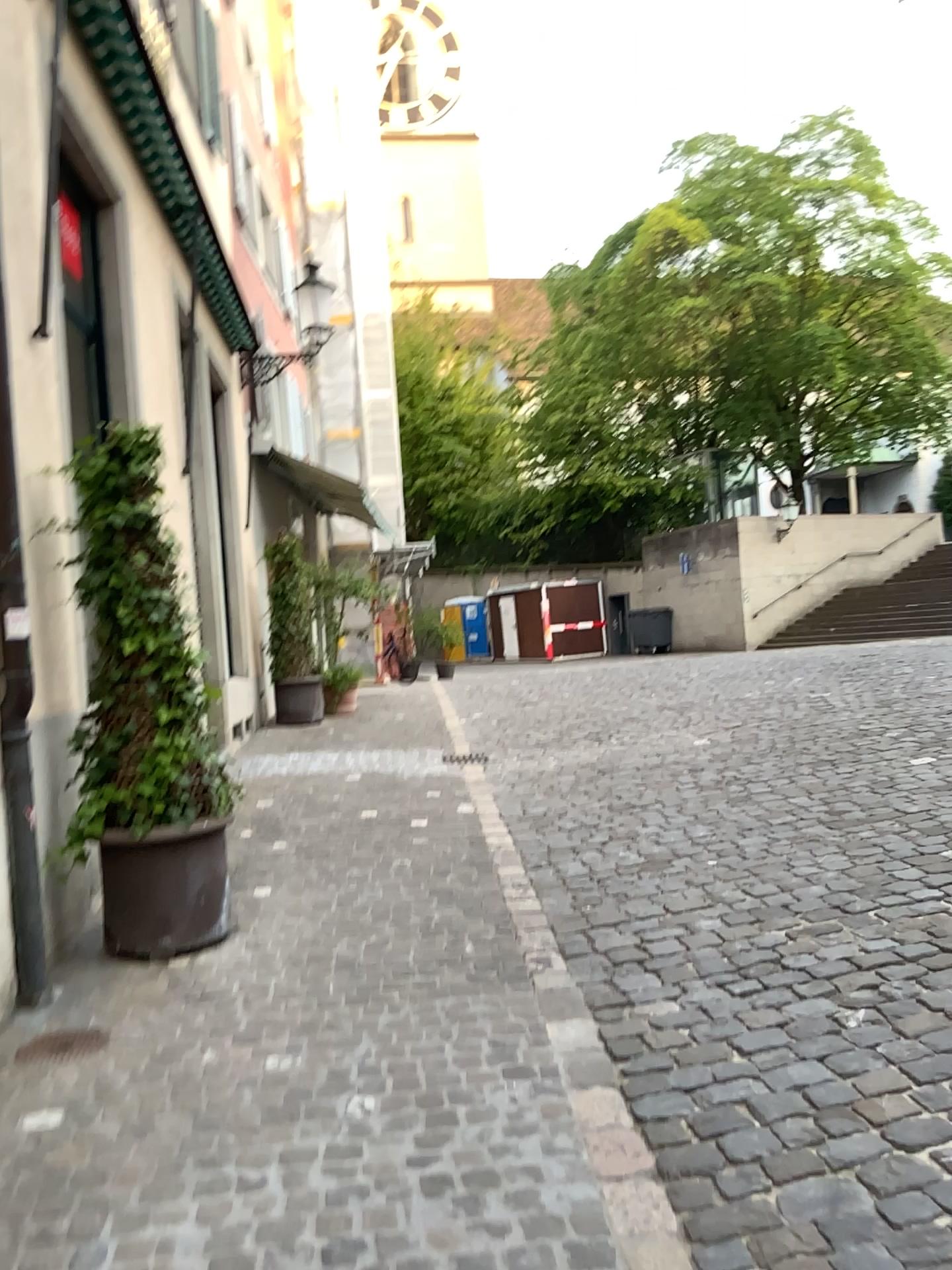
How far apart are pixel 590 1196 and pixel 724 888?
2.32m

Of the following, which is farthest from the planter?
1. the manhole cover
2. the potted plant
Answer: the manhole cover

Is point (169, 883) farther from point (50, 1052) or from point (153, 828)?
point (50, 1052)

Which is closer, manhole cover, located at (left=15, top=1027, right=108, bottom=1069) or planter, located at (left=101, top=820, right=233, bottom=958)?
manhole cover, located at (left=15, top=1027, right=108, bottom=1069)

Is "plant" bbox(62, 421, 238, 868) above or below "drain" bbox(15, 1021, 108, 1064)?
above

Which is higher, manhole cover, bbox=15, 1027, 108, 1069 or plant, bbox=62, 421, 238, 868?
plant, bbox=62, 421, 238, 868

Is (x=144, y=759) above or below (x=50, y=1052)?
above

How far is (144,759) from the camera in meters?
4.2 m

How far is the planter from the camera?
4.2m

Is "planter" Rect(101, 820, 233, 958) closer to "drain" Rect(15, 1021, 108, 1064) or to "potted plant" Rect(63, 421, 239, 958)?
"potted plant" Rect(63, 421, 239, 958)
